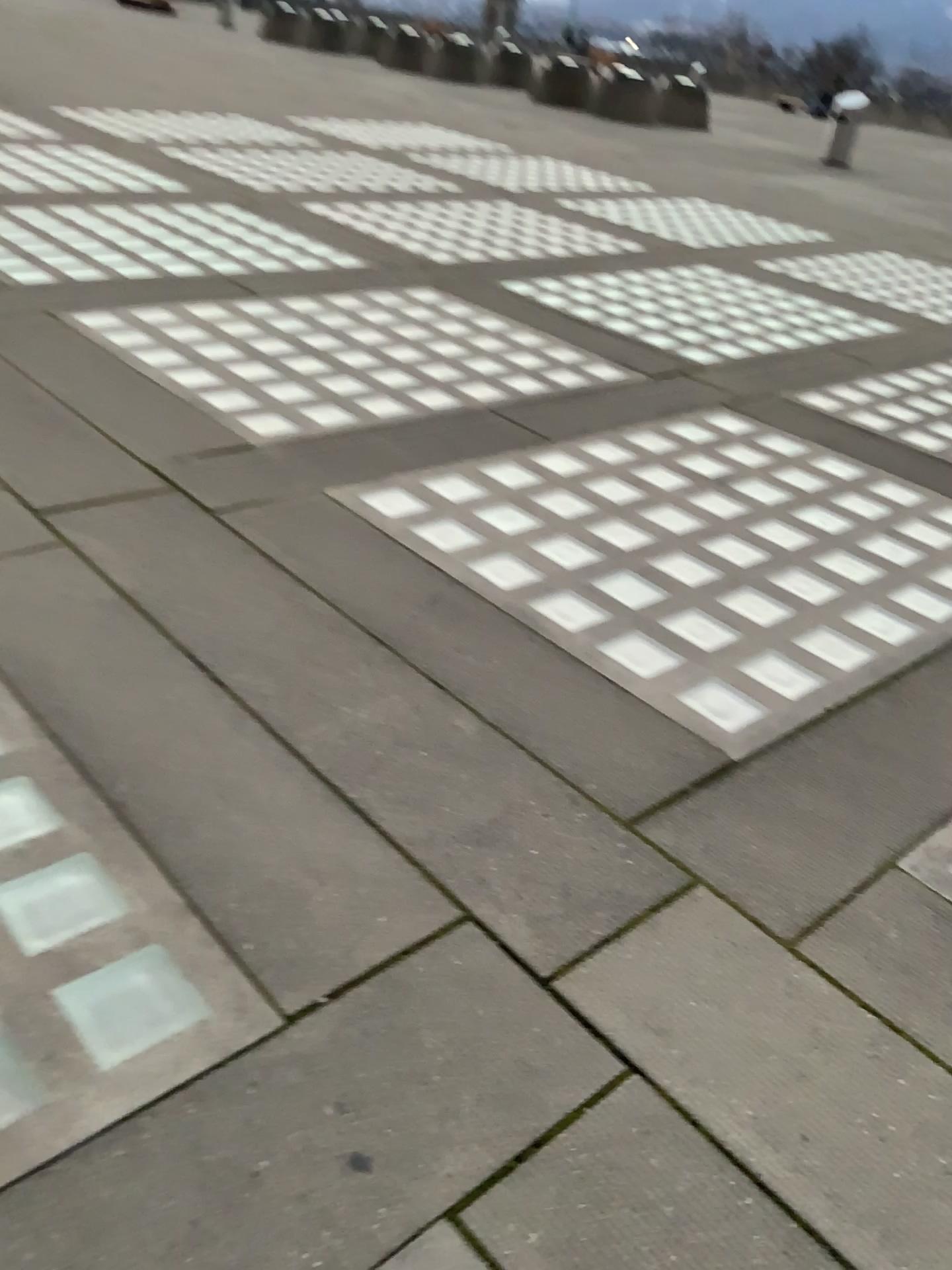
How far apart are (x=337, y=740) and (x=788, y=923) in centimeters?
103cm
